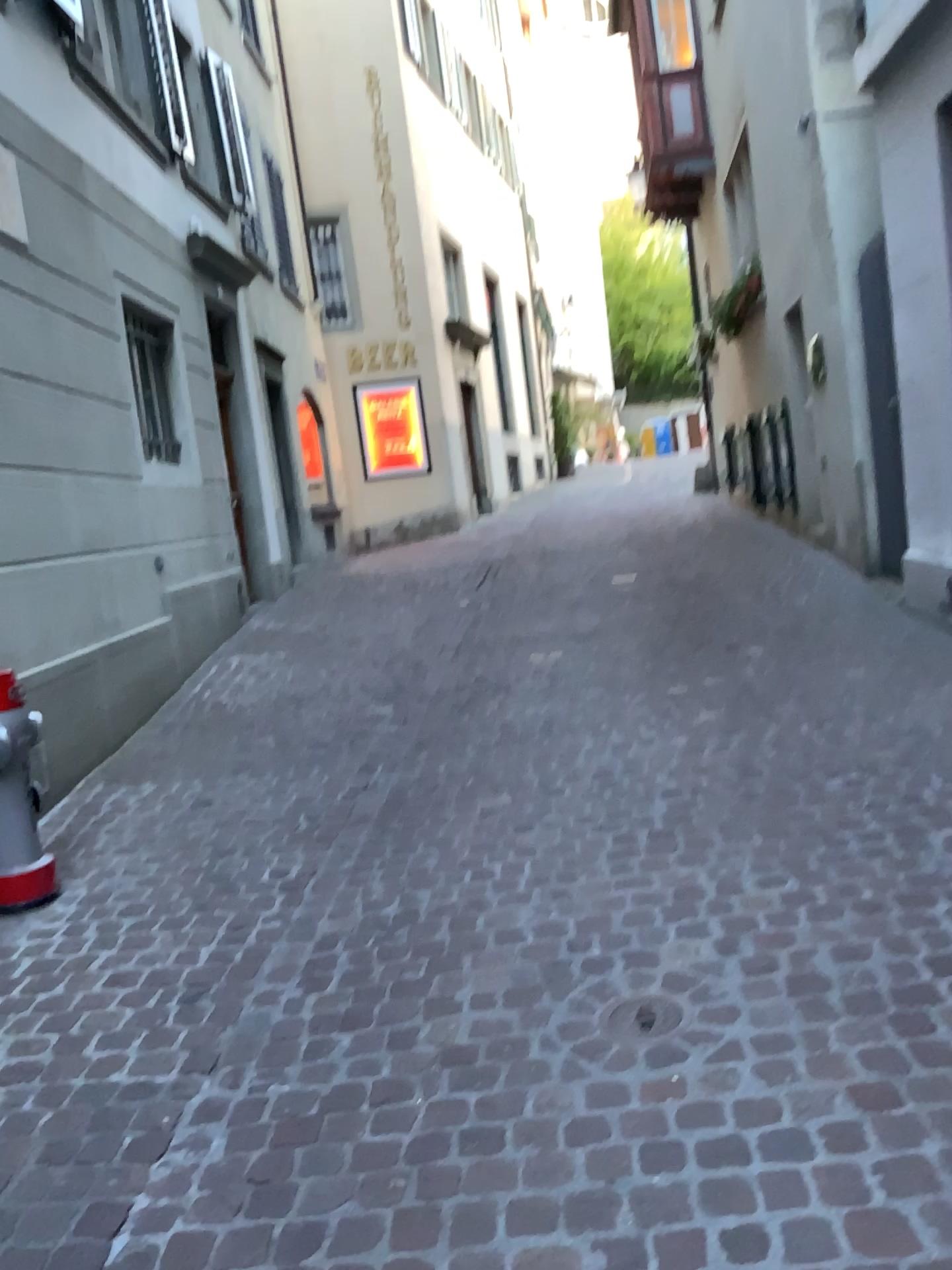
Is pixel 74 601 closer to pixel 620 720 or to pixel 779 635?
pixel 620 720

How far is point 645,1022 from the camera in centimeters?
221cm

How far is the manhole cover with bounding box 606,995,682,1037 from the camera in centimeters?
221cm
